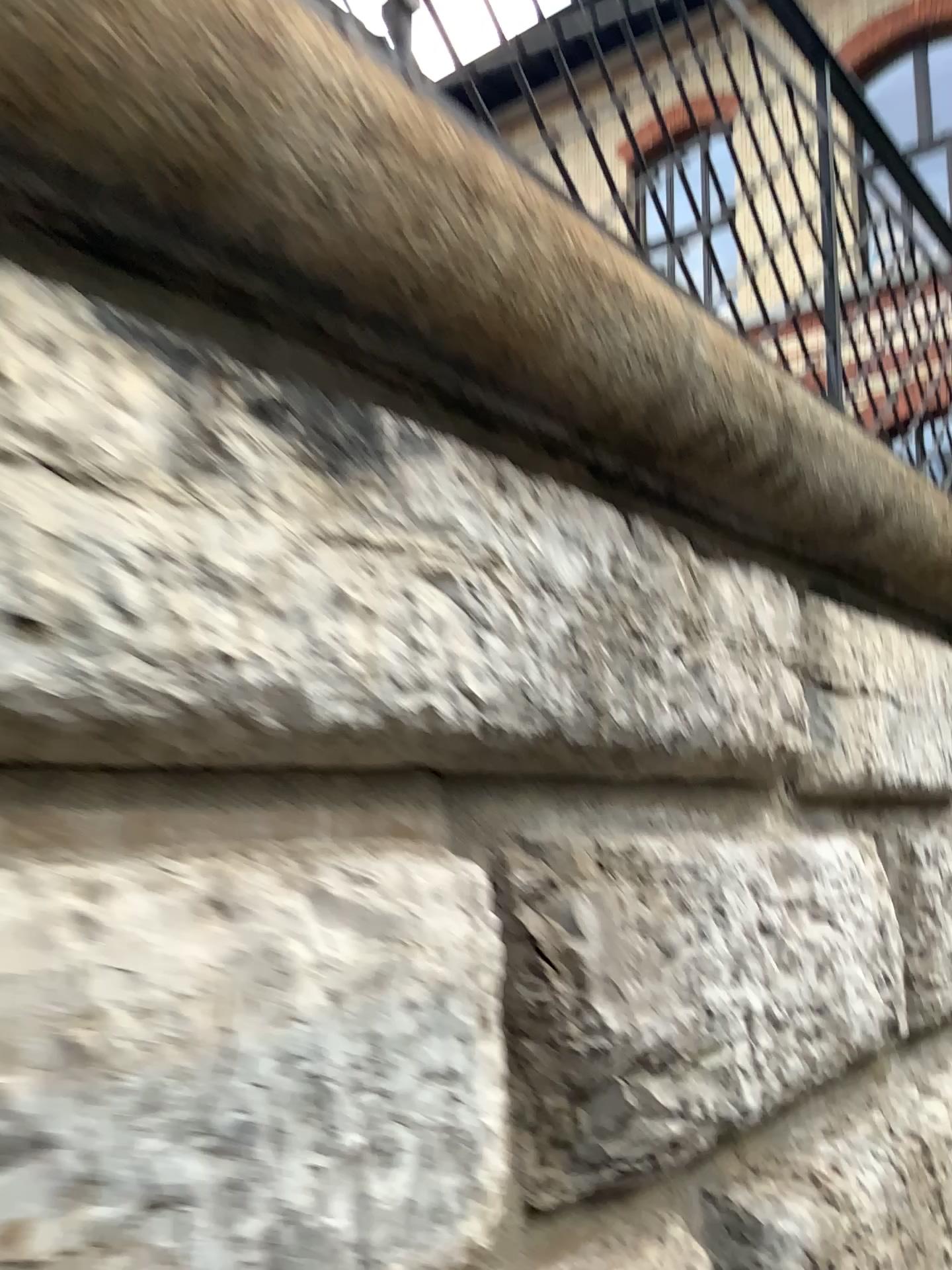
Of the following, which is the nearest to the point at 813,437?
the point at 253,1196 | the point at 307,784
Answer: the point at 307,784
